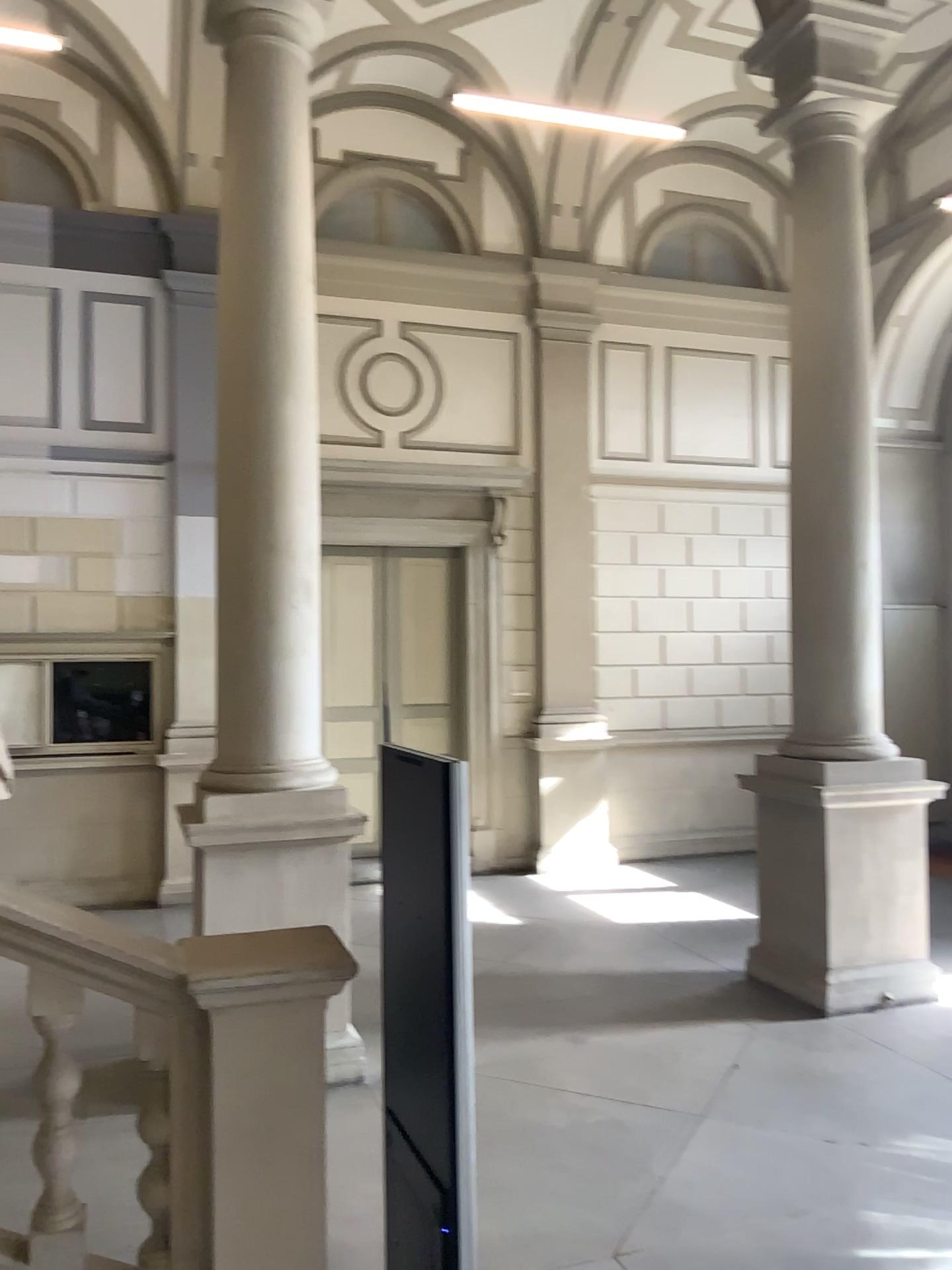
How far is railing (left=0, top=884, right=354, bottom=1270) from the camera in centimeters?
273cm

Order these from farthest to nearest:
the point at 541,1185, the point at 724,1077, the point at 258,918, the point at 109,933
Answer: the point at 724,1077 < the point at 541,1185 < the point at 258,918 < the point at 109,933

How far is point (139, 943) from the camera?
2.7 meters
